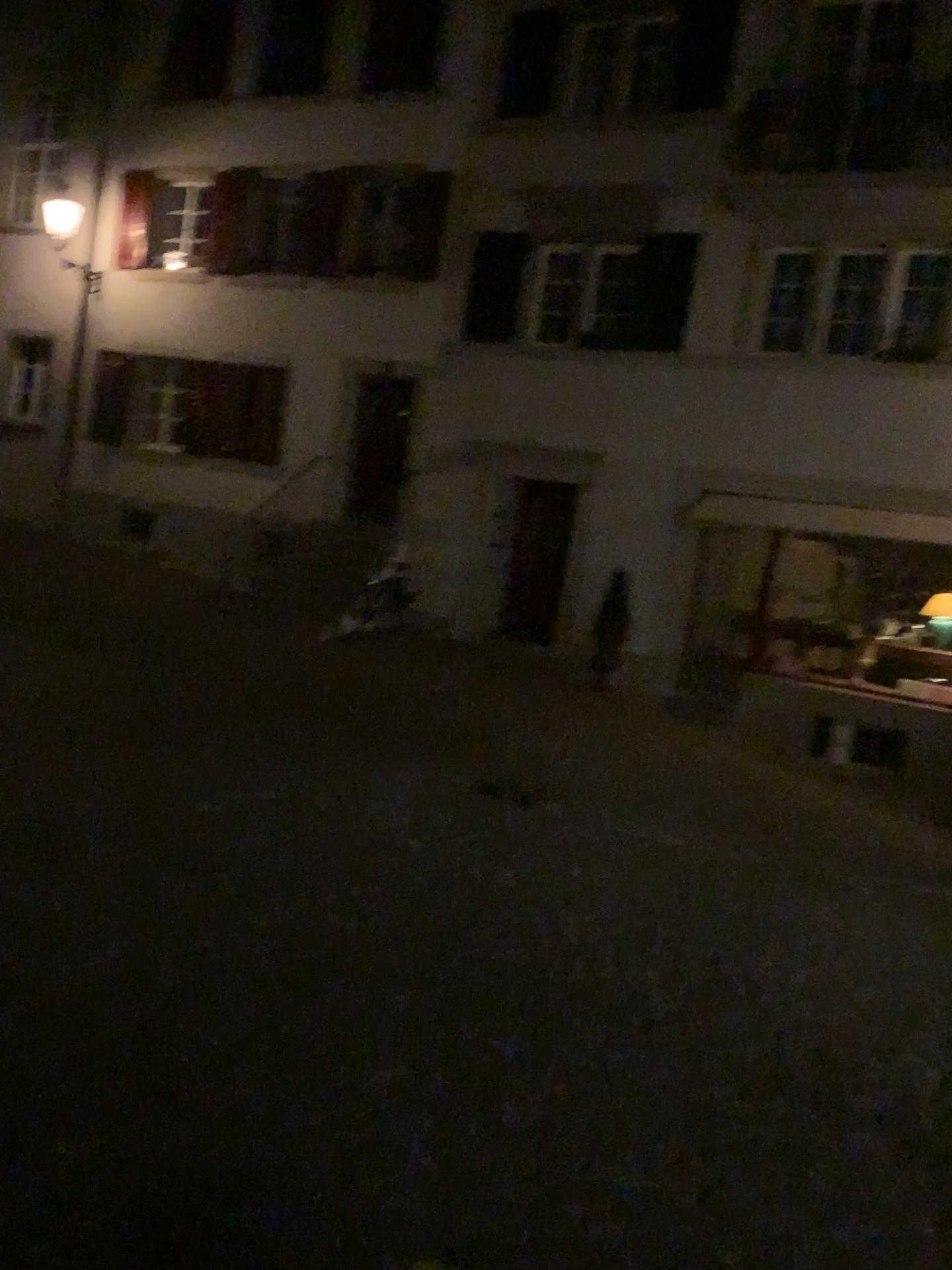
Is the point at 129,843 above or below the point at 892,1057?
above
